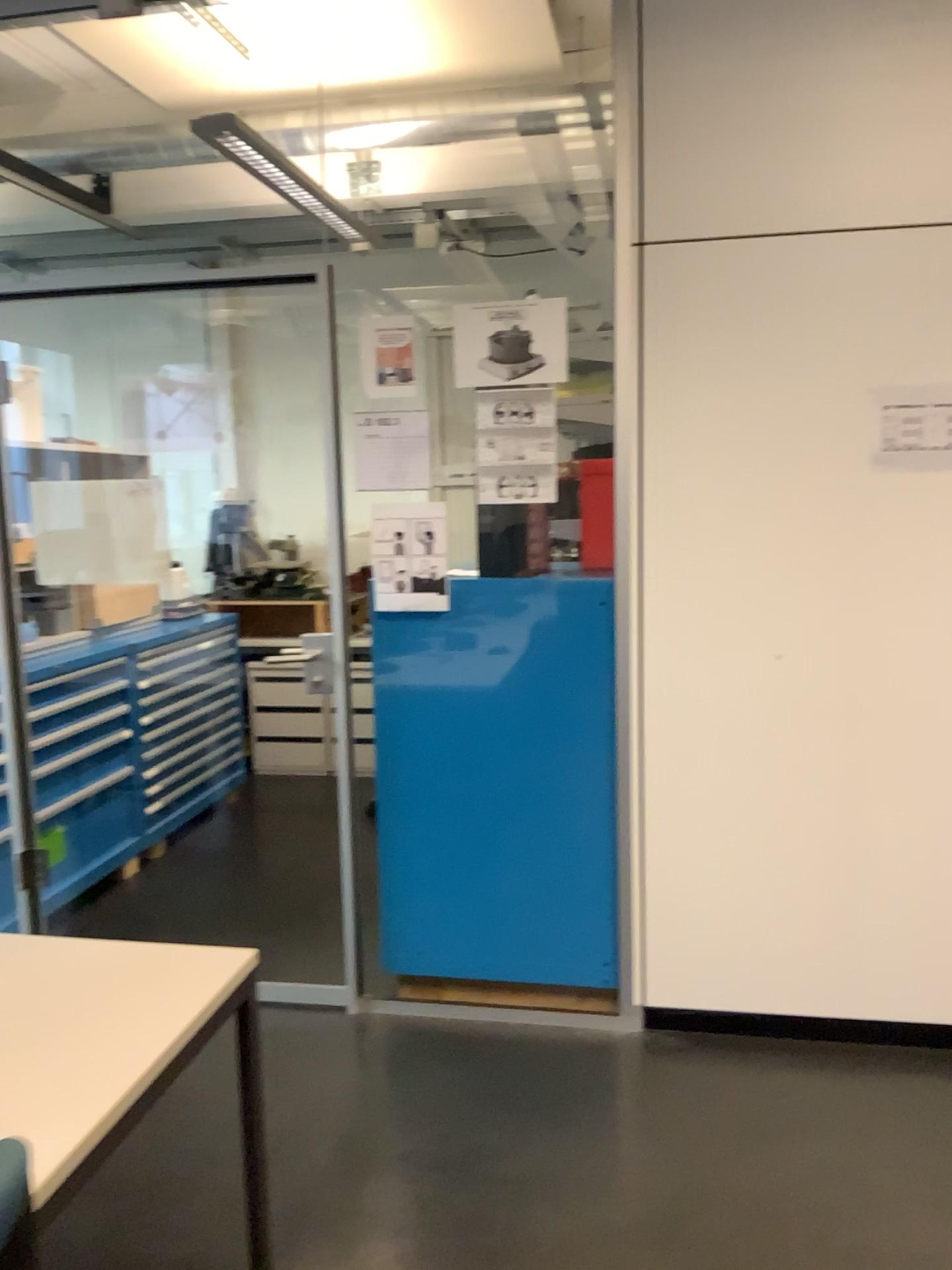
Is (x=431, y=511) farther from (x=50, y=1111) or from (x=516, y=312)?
(x=50, y=1111)

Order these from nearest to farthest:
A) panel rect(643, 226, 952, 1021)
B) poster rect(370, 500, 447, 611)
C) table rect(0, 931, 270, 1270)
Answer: table rect(0, 931, 270, 1270)
panel rect(643, 226, 952, 1021)
poster rect(370, 500, 447, 611)

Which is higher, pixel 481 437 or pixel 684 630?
pixel 481 437

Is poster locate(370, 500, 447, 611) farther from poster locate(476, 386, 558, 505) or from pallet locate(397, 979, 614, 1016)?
pallet locate(397, 979, 614, 1016)

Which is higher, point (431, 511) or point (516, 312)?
point (516, 312)

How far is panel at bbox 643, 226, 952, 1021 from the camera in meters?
2.6 m

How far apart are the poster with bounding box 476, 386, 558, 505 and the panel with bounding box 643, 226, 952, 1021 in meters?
0.3

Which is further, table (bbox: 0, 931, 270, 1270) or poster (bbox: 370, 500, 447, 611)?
poster (bbox: 370, 500, 447, 611)

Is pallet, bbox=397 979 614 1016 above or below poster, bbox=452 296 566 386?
below

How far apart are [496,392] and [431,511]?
0.36m
